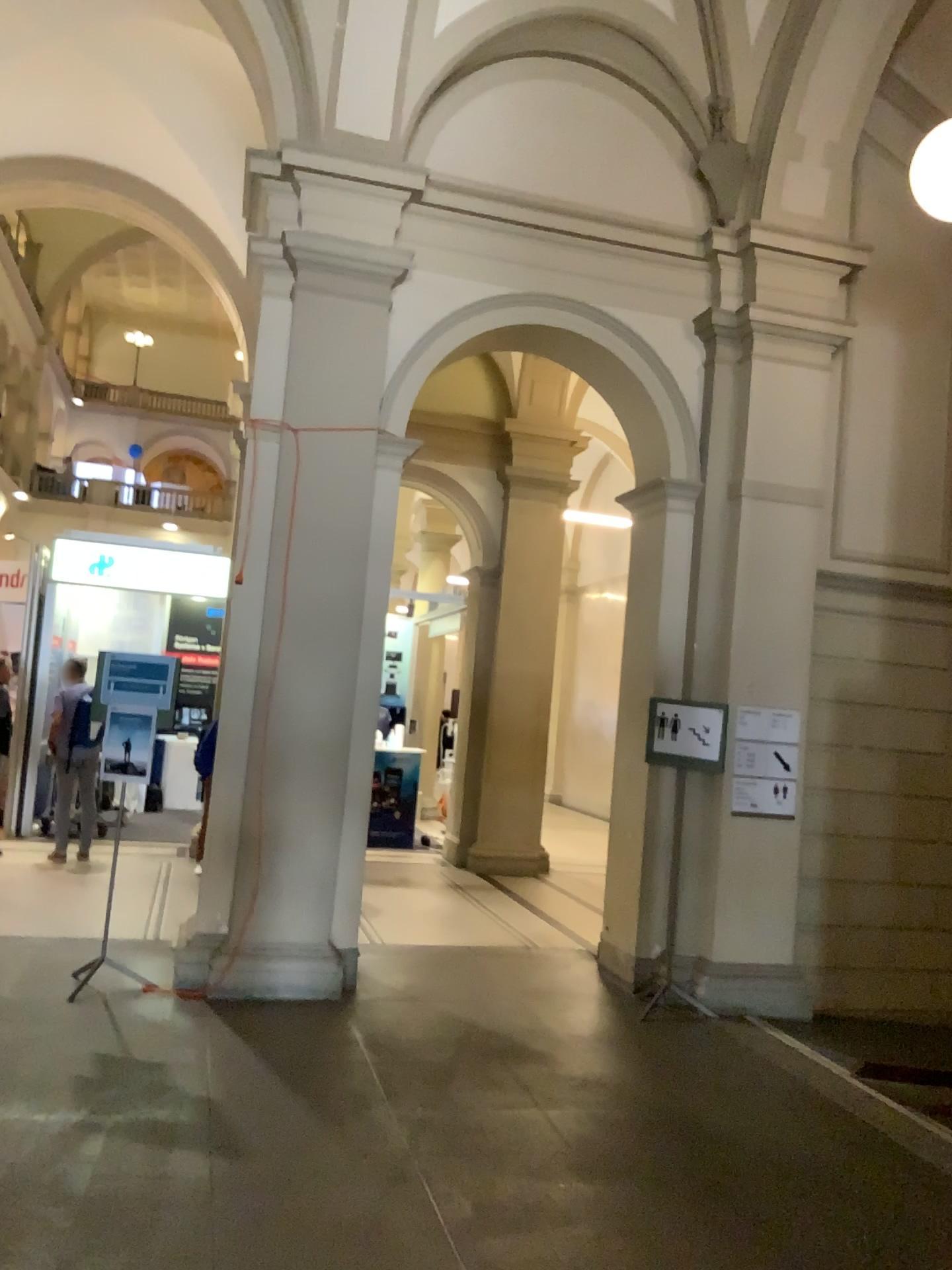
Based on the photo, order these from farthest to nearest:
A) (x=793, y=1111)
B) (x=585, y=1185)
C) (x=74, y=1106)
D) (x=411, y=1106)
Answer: (x=793, y=1111) < (x=411, y=1106) < (x=74, y=1106) < (x=585, y=1185)
